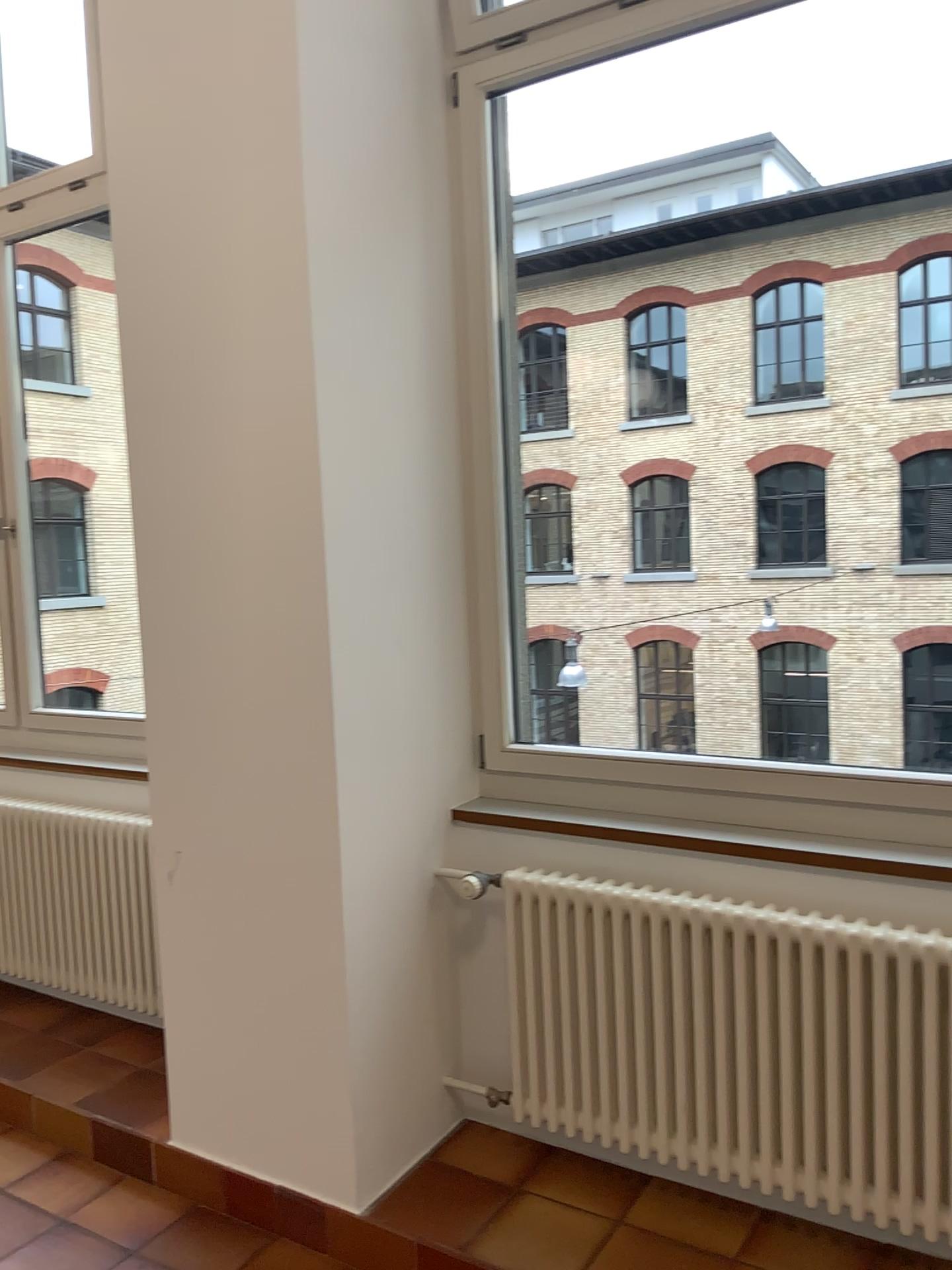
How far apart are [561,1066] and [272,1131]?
0.7 meters

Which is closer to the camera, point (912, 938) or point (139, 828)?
point (912, 938)

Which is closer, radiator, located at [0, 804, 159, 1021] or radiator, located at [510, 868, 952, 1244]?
radiator, located at [510, 868, 952, 1244]
